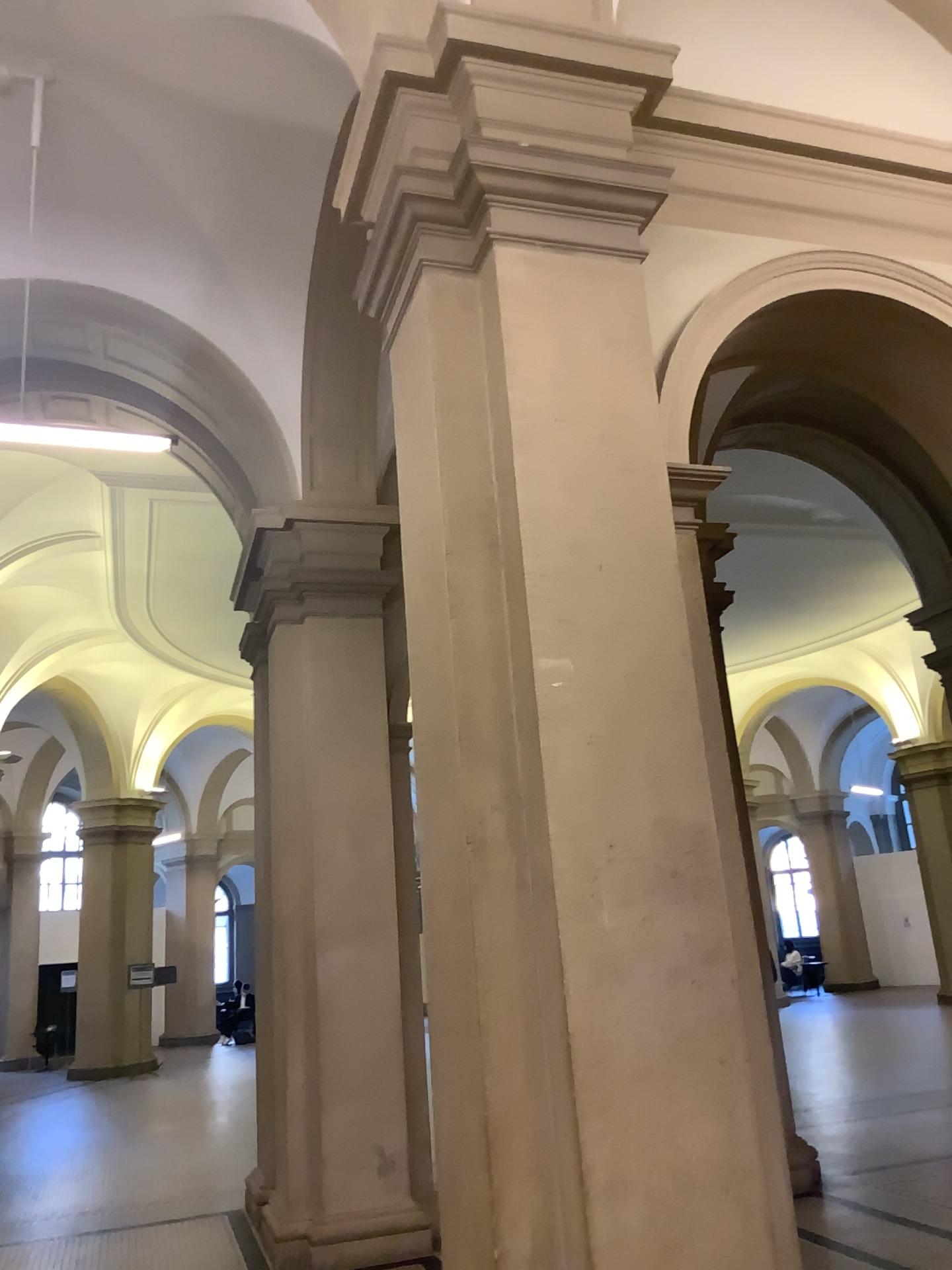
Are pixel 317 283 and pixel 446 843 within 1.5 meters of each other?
no
